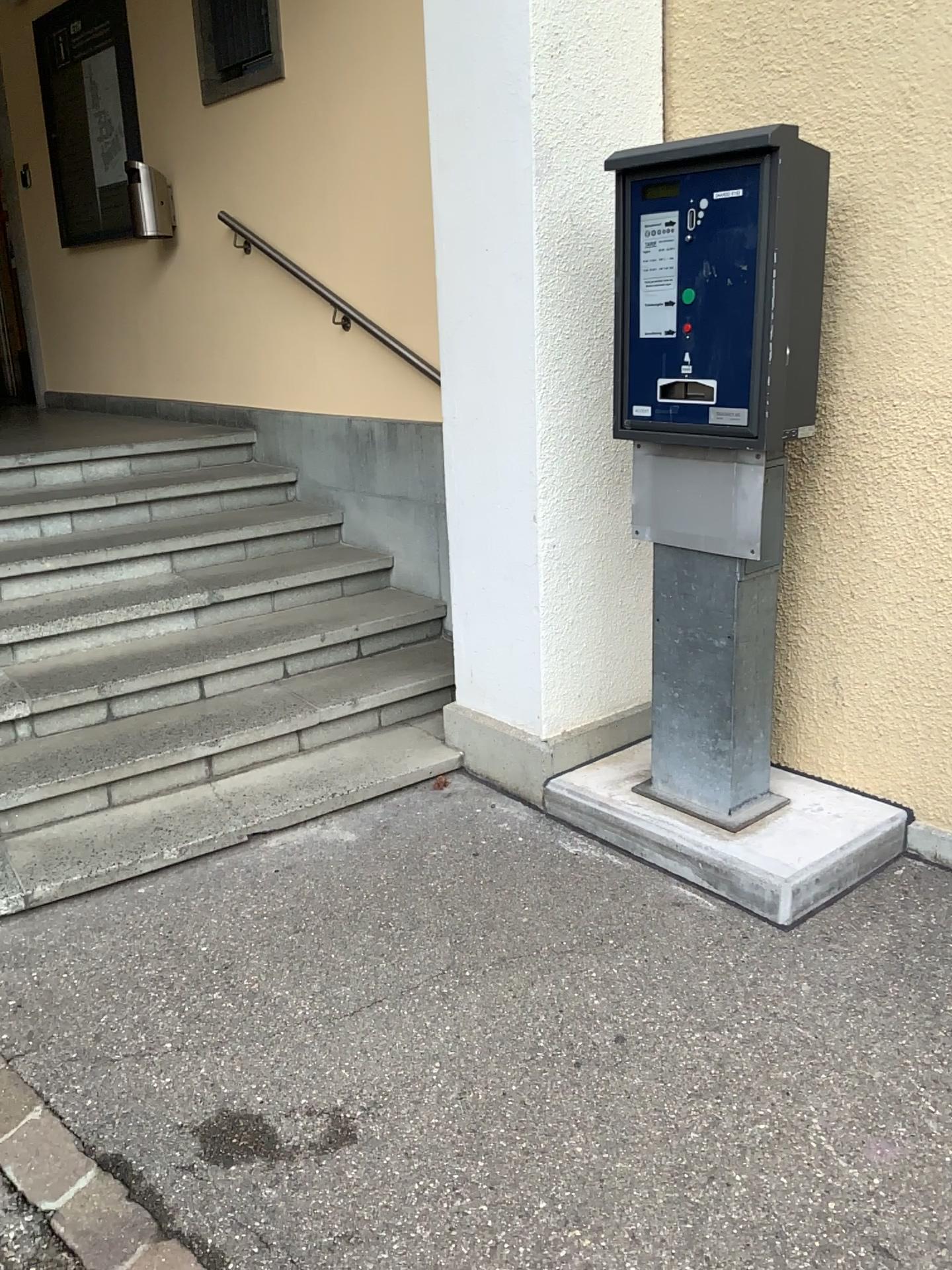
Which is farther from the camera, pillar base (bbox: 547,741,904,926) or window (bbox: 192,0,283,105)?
window (bbox: 192,0,283,105)

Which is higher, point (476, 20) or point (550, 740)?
point (476, 20)

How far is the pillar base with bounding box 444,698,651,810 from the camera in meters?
3.1 m

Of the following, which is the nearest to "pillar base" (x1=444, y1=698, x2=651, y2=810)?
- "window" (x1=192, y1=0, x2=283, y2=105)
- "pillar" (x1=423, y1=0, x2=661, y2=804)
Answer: "pillar" (x1=423, y1=0, x2=661, y2=804)

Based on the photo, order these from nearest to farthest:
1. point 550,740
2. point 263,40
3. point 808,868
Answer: point 808,868 → point 550,740 → point 263,40

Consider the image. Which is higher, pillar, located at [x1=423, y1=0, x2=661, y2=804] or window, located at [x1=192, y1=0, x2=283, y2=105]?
window, located at [x1=192, y1=0, x2=283, y2=105]

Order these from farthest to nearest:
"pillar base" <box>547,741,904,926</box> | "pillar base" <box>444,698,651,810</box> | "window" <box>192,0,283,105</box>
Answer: "window" <box>192,0,283,105</box> < "pillar base" <box>444,698,651,810</box> < "pillar base" <box>547,741,904,926</box>

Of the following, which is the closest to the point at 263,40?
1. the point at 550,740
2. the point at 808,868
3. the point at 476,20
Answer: the point at 476,20

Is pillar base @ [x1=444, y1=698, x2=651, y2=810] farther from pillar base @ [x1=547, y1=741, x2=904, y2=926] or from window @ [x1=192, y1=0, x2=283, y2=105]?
window @ [x1=192, y1=0, x2=283, y2=105]

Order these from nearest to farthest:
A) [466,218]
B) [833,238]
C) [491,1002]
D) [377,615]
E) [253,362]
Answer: [491,1002] → [833,238] → [466,218] → [377,615] → [253,362]
